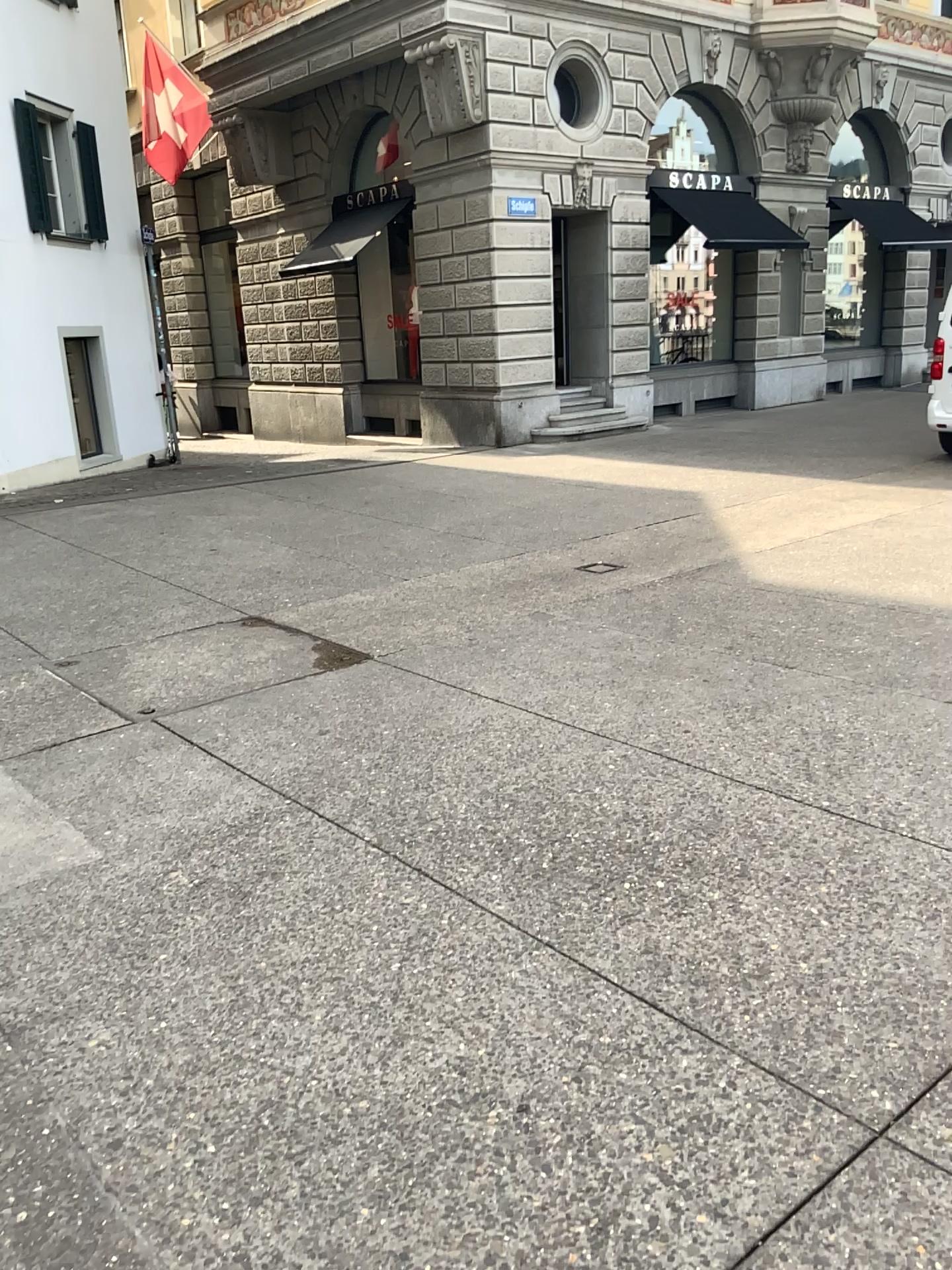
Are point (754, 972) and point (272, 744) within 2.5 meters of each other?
yes
